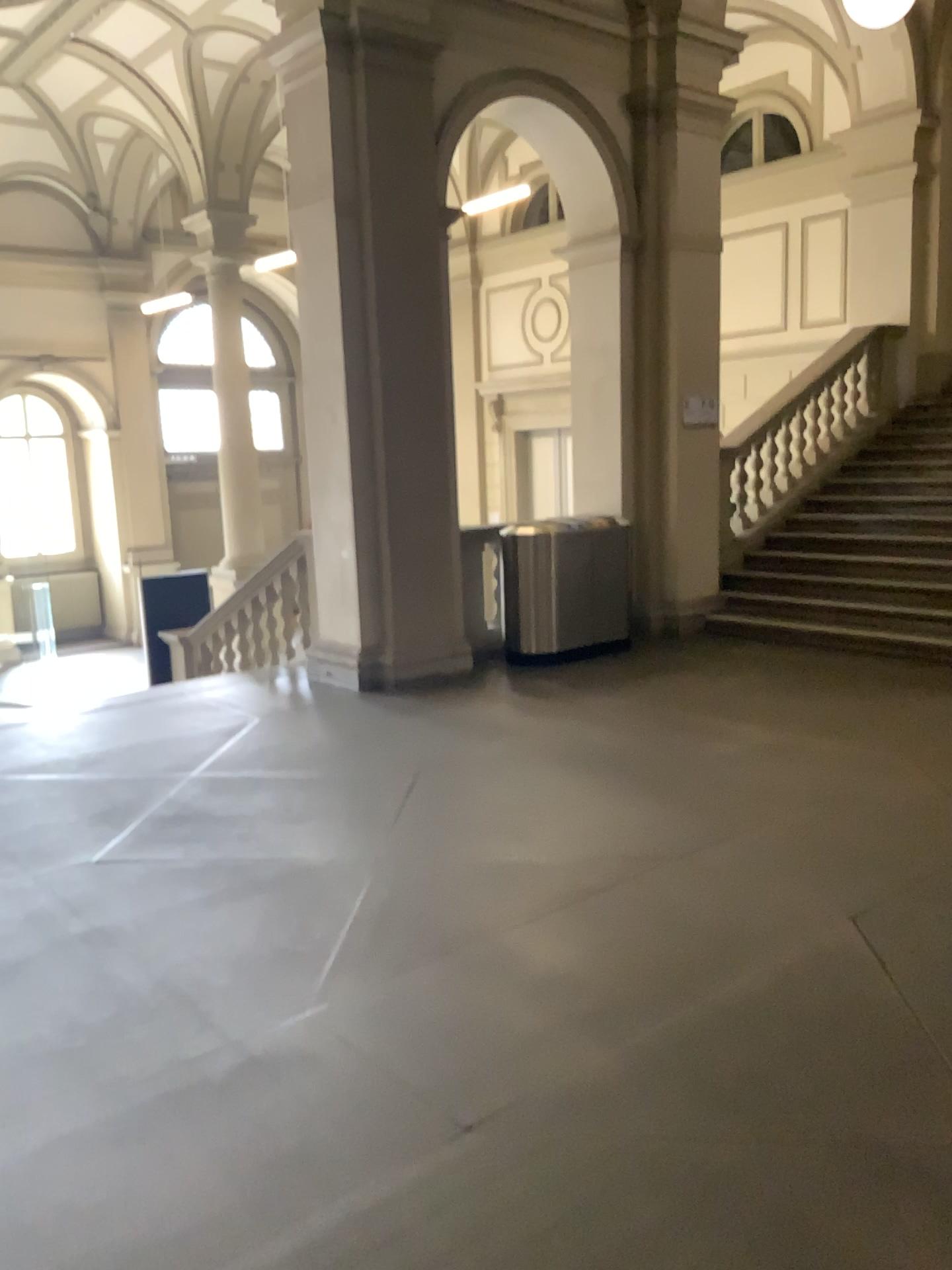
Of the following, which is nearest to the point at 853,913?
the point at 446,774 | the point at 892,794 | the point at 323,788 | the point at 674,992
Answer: the point at 674,992
